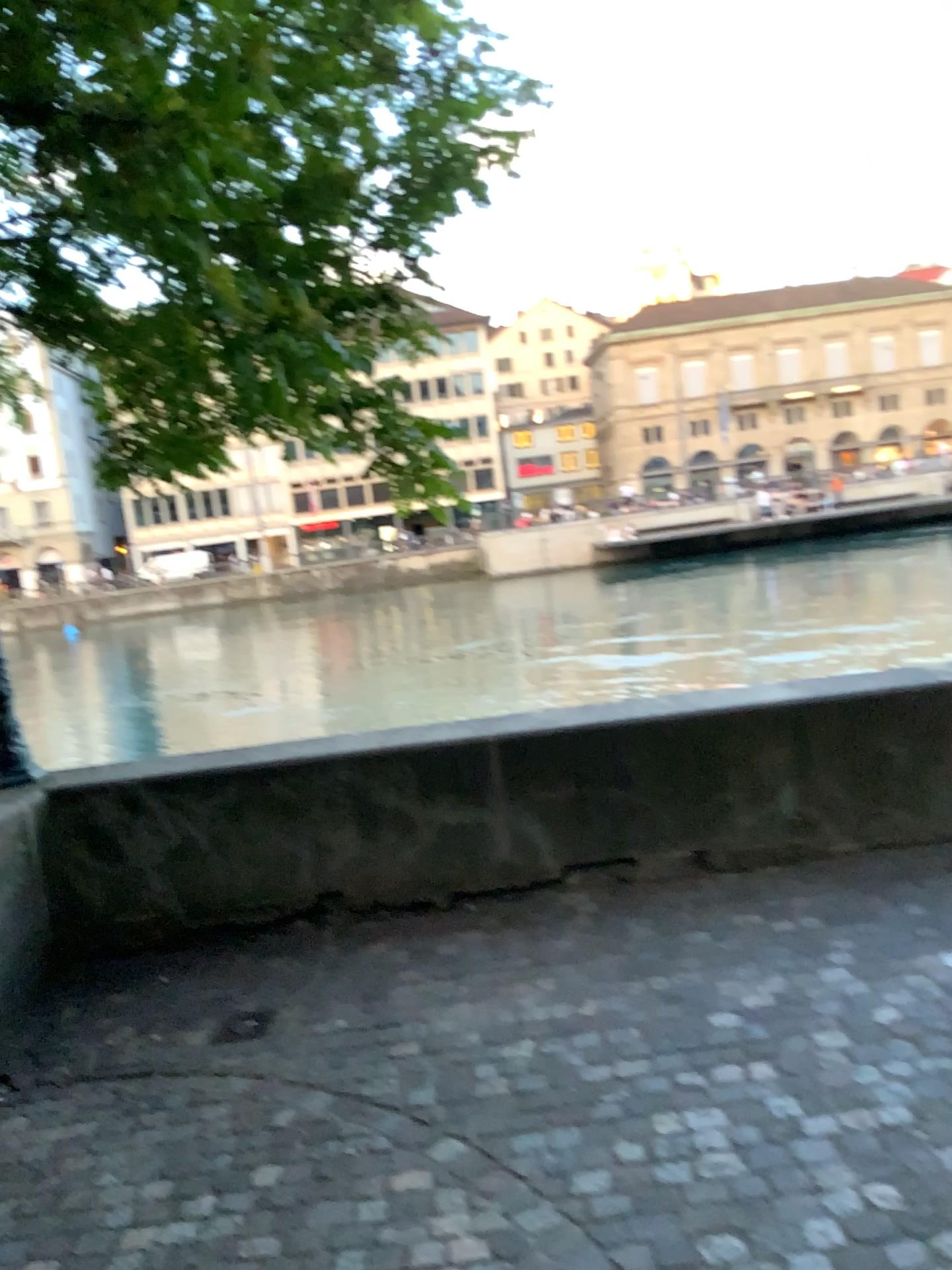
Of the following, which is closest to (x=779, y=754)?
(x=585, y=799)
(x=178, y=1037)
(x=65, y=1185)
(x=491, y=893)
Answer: (x=585, y=799)
